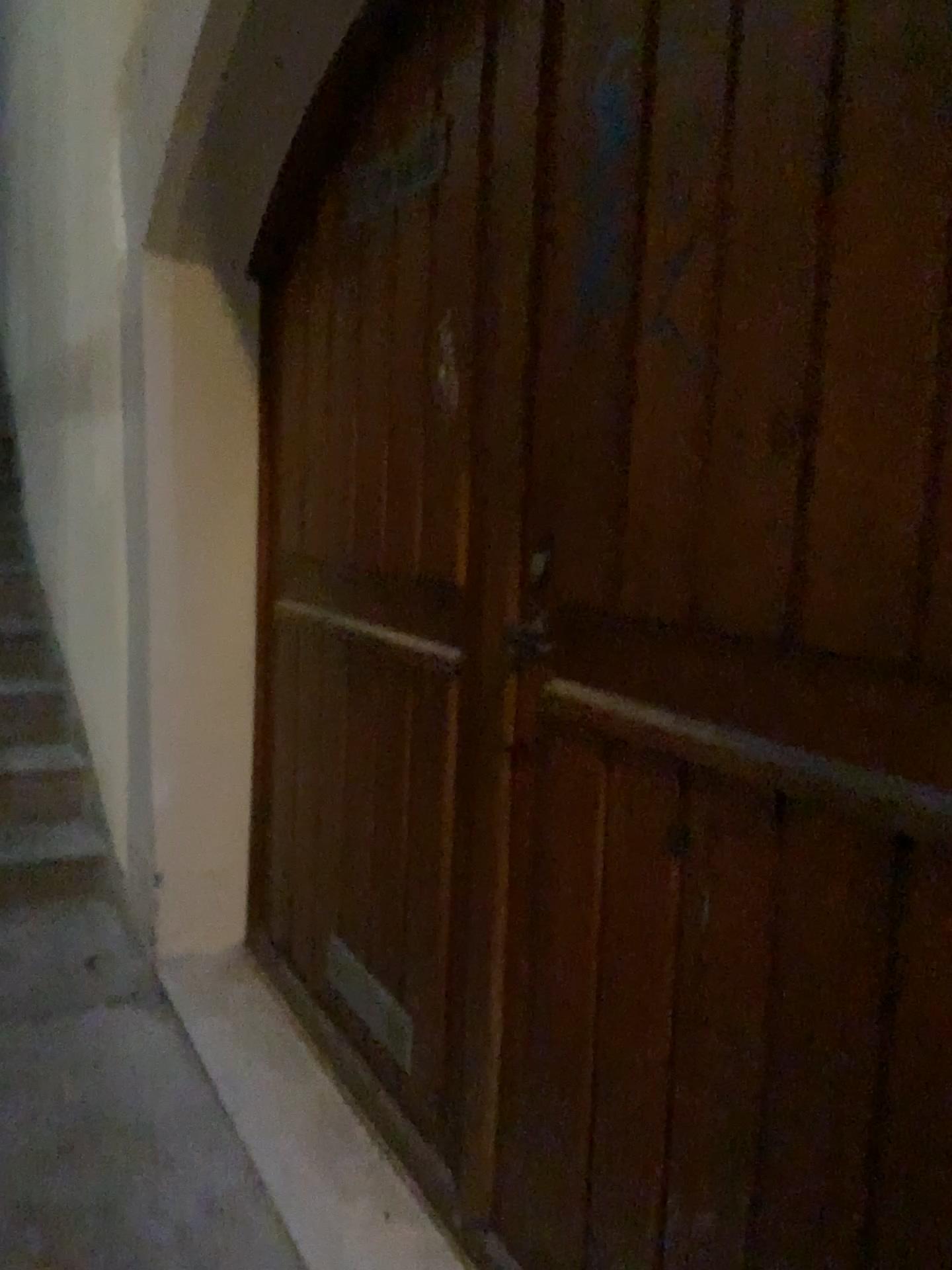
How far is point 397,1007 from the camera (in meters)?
1.94

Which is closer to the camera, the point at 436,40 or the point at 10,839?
the point at 436,40

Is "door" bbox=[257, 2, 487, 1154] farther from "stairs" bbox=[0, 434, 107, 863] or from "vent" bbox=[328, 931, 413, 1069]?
"stairs" bbox=[0, 434, 107, 863]

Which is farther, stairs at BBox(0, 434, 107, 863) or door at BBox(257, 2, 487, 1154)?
stairs at BBox(0, 434, 107, 863)

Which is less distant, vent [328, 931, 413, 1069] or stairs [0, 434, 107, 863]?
vent [328, 931, 413, 1069]

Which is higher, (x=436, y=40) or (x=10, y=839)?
(x=436, y=40)

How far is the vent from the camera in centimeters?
194cm

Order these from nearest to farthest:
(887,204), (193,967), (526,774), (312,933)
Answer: (887,204) < (526,774) < (312,933) < (193,967)

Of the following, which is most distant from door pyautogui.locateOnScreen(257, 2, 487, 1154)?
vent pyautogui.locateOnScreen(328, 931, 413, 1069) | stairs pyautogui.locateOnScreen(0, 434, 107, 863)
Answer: stairs pyautogui.locateOnScreen(0, 434, 107, 863)
